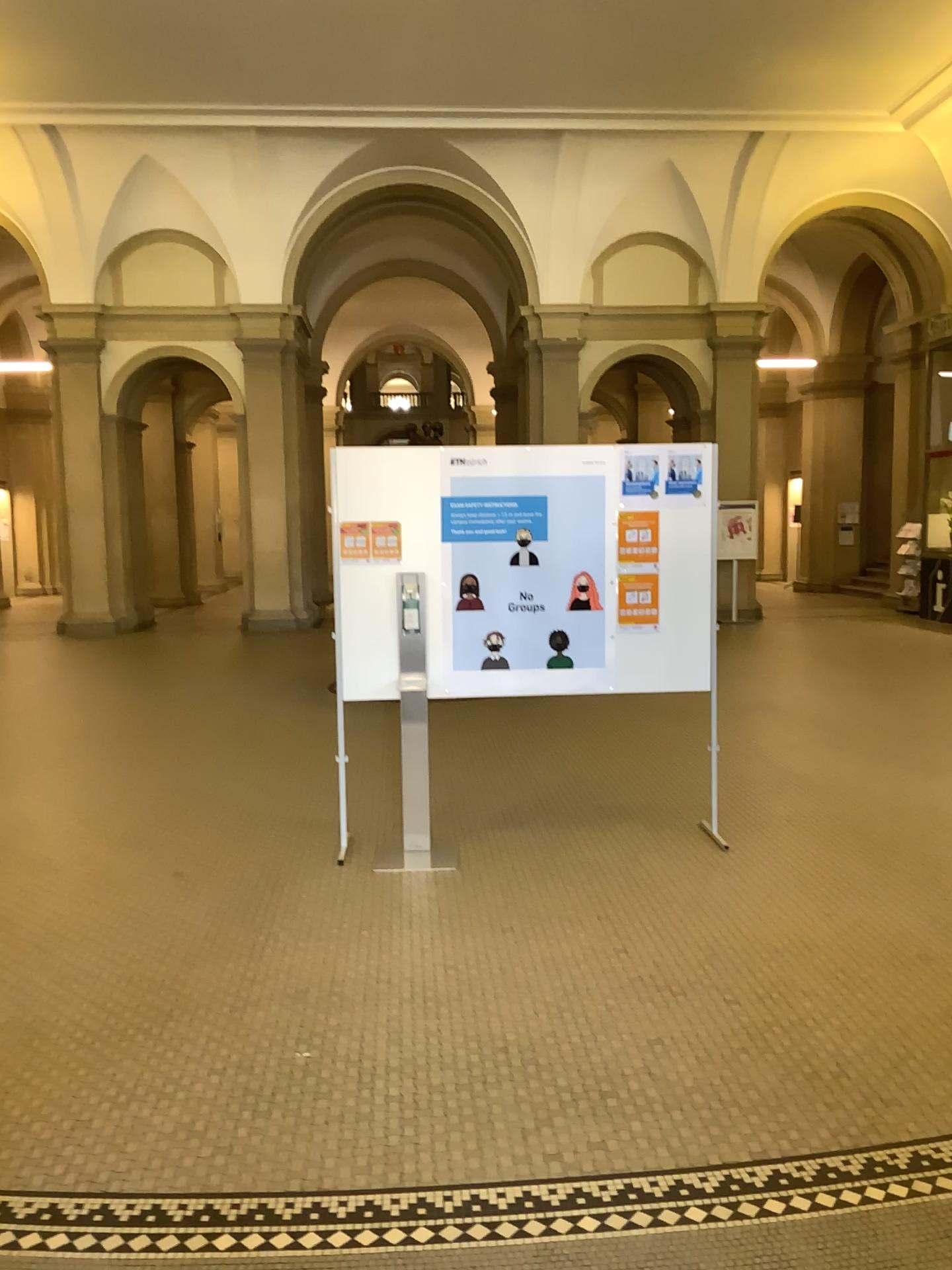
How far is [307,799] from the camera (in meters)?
5.46

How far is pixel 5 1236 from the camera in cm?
228

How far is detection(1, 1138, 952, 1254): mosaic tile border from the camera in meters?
2.3
